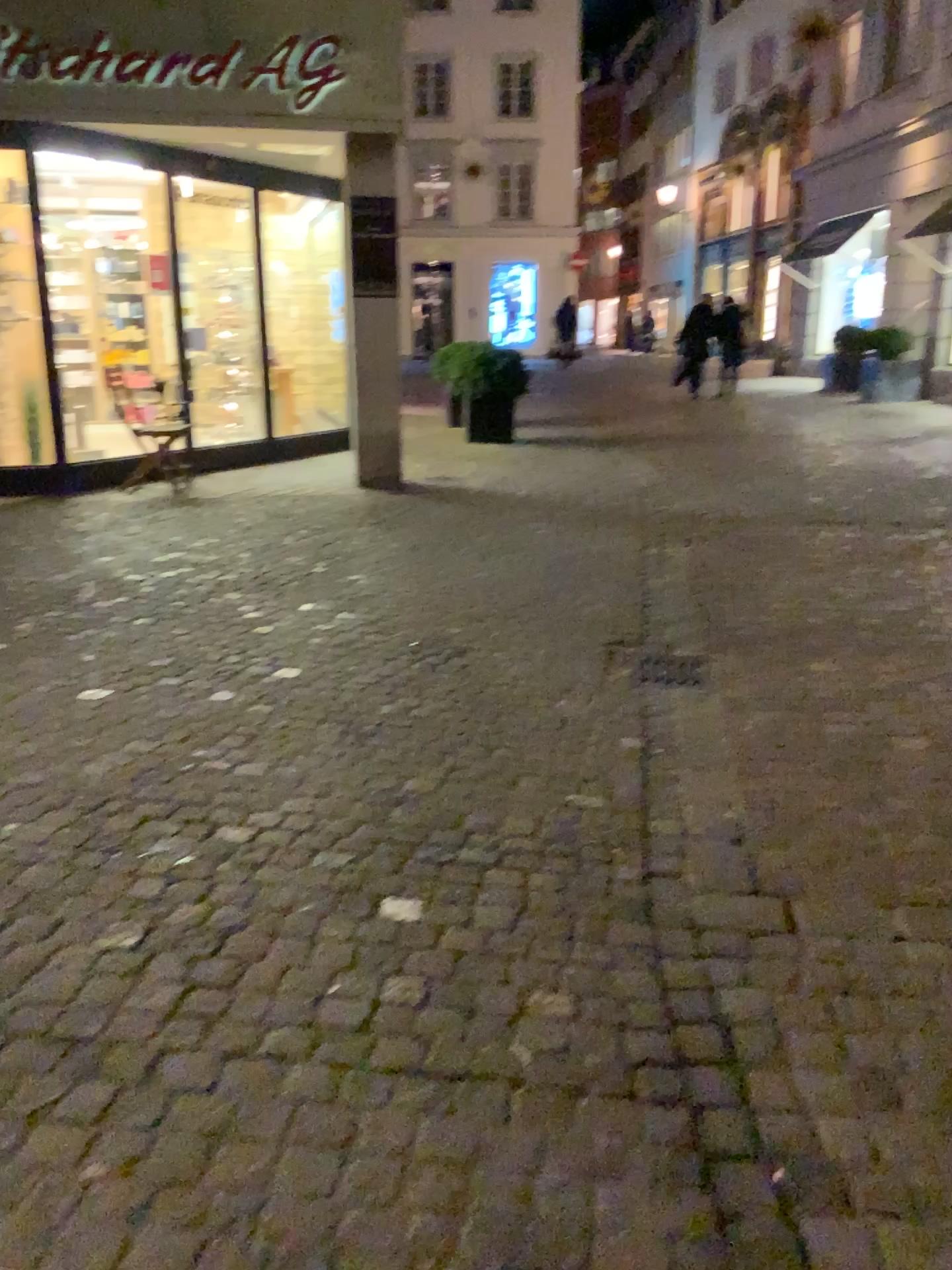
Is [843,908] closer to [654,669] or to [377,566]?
[654,669]
